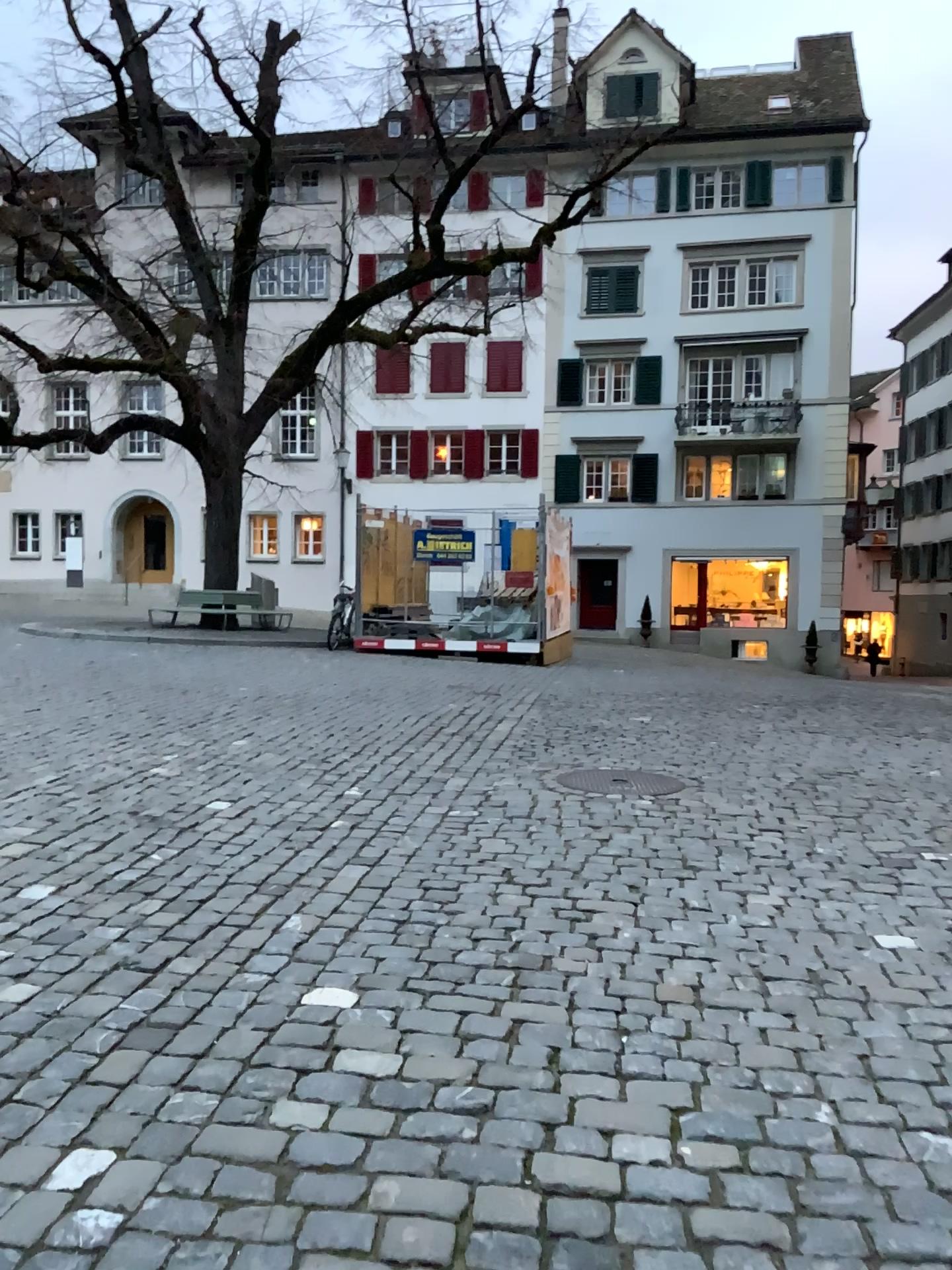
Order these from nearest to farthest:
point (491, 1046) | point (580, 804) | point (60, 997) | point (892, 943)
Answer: point (491, 1046) → point (60, 997) → point (892, 943) → point (580, 804)
